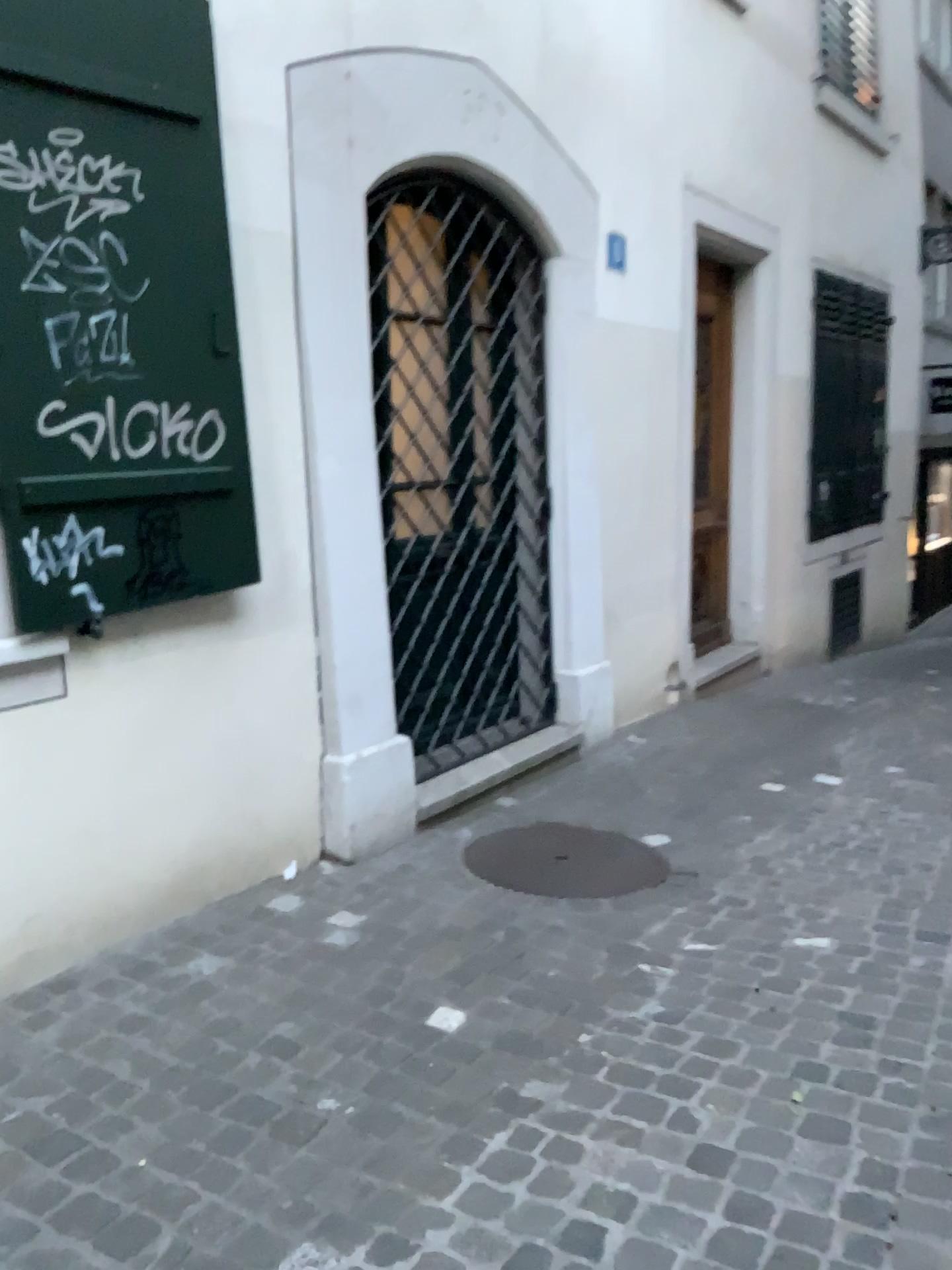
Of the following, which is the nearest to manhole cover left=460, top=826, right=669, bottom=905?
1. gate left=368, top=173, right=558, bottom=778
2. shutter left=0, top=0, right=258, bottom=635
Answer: gate left=368, top=173, right=558, bottom=778

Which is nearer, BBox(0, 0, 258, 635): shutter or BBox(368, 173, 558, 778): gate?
BBox(0, 0, 258, 635): shutter

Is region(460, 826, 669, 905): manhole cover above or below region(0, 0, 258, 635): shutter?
below

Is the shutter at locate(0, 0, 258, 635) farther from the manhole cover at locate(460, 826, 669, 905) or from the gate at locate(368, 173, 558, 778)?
the manhole cover at locate(460, 826, 669, 905)

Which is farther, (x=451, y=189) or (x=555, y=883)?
(x=451, y=189)

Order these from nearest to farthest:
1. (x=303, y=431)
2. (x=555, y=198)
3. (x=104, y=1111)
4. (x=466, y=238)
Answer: (x=104, y=1111)
(x=303, y=431)
(x=466, y=238)
(x=555, y=198)

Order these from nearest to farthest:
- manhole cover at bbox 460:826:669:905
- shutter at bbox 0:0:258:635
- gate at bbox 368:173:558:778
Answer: shutter at bbox 0:0:258:635 → manhole cover at bbox 460:826:669:905 → gate at bbox 368:173:558:778

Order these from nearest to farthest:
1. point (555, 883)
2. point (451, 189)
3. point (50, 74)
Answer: point (50, 74)
point (555, 883)
point (451, 189)

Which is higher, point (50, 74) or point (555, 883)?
point (50, 74)
